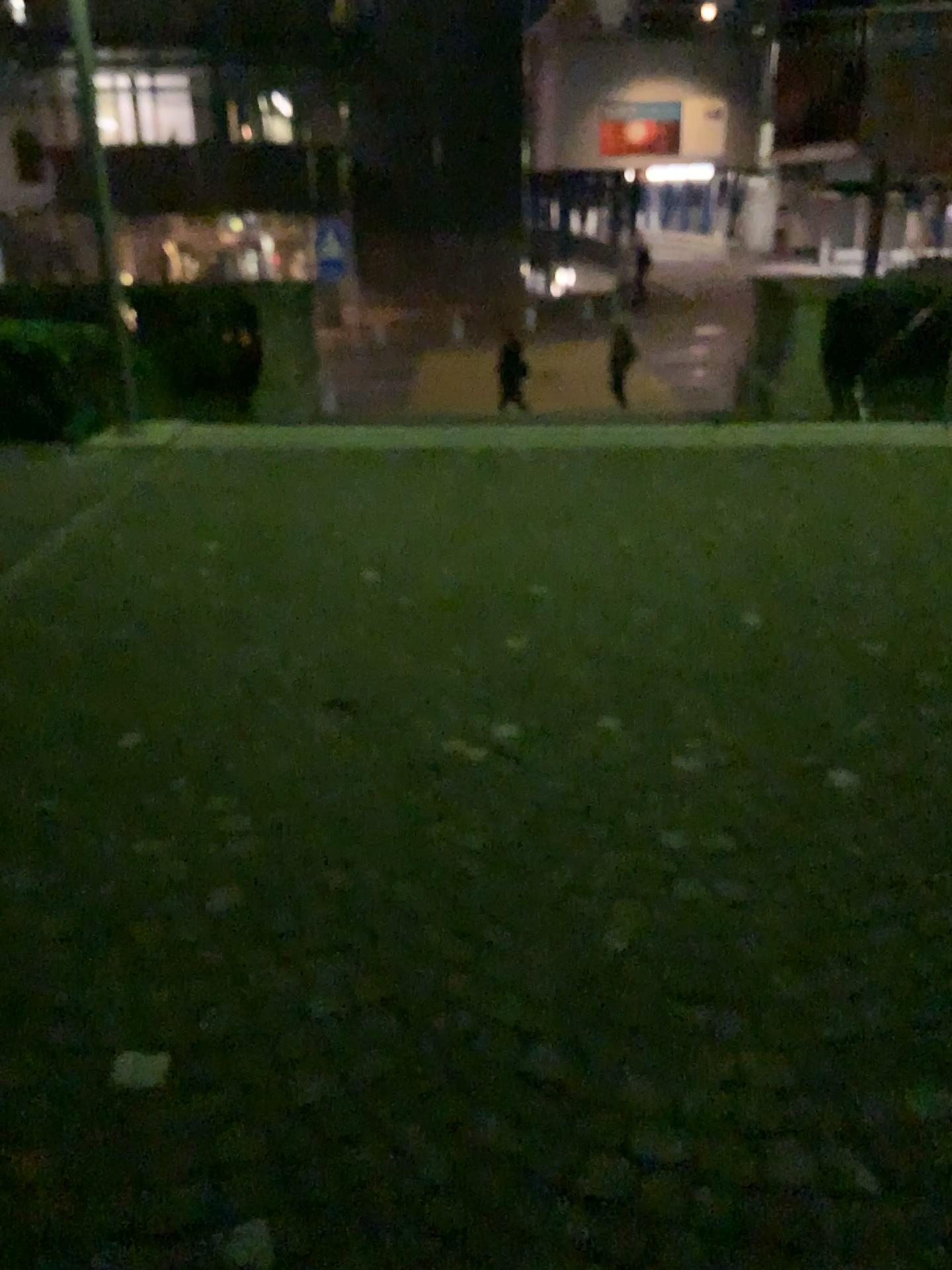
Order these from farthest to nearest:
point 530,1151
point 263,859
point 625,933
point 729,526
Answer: point 729,526 < point 263,859 < point 625,933 < point 530,1151
